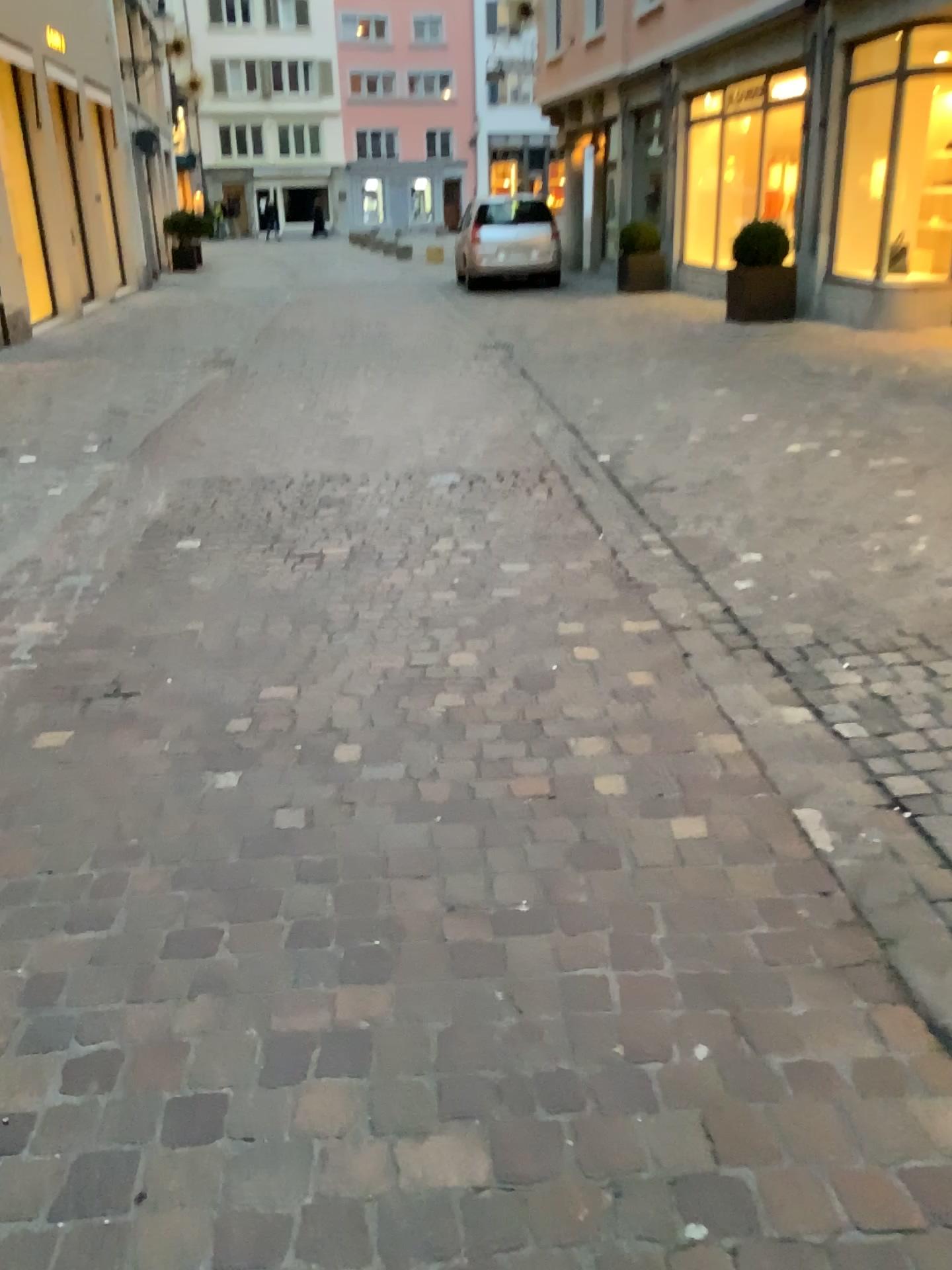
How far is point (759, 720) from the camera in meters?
2.9
